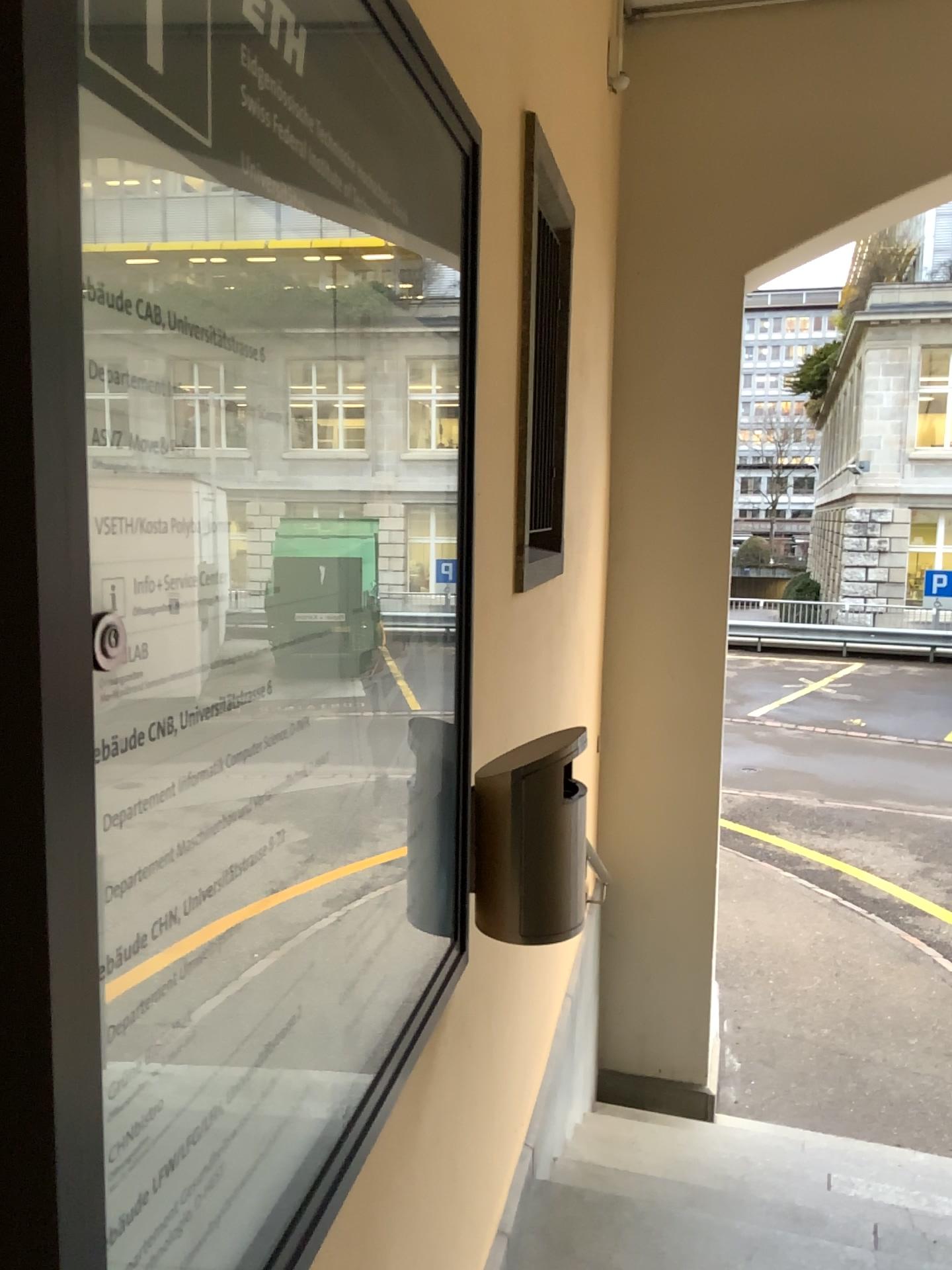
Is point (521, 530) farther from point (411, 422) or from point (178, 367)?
point (178, 367)

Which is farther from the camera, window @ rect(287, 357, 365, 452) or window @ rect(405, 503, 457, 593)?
window @ rect(405, 503, 457, 593)

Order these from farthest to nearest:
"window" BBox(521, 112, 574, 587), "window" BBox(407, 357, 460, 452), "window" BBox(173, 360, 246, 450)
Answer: "window" BBox(521, 112, 574, 587)
"window" BBox(407, 357, 460, 452)
"window" BBox(173, 360, 246, 450)

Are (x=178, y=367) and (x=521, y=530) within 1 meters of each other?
no

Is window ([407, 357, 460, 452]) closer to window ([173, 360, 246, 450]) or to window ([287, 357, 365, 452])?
window ([287, 357, 365, 452])

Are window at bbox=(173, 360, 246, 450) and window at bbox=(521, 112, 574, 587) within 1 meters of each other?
no

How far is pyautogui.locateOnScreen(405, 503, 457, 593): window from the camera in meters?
1.2 m

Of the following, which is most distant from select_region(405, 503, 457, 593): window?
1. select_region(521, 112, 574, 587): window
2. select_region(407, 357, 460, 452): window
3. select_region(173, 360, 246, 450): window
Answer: select_region(521, 112, 574, 587): window

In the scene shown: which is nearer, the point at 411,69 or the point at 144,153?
the point at 144,153

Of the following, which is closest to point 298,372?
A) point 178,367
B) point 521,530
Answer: point 178,367
